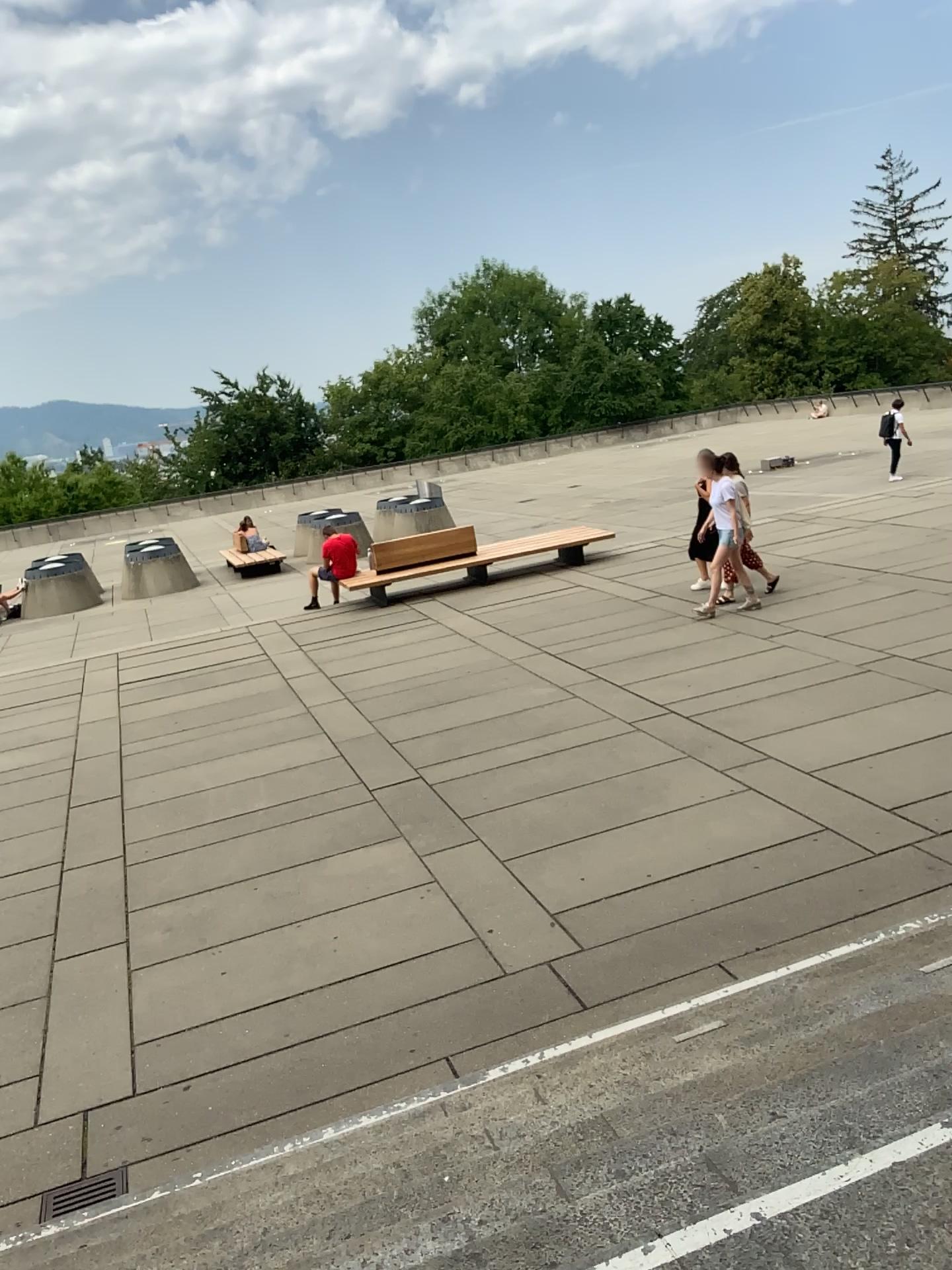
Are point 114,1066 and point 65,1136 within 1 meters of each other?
yes
